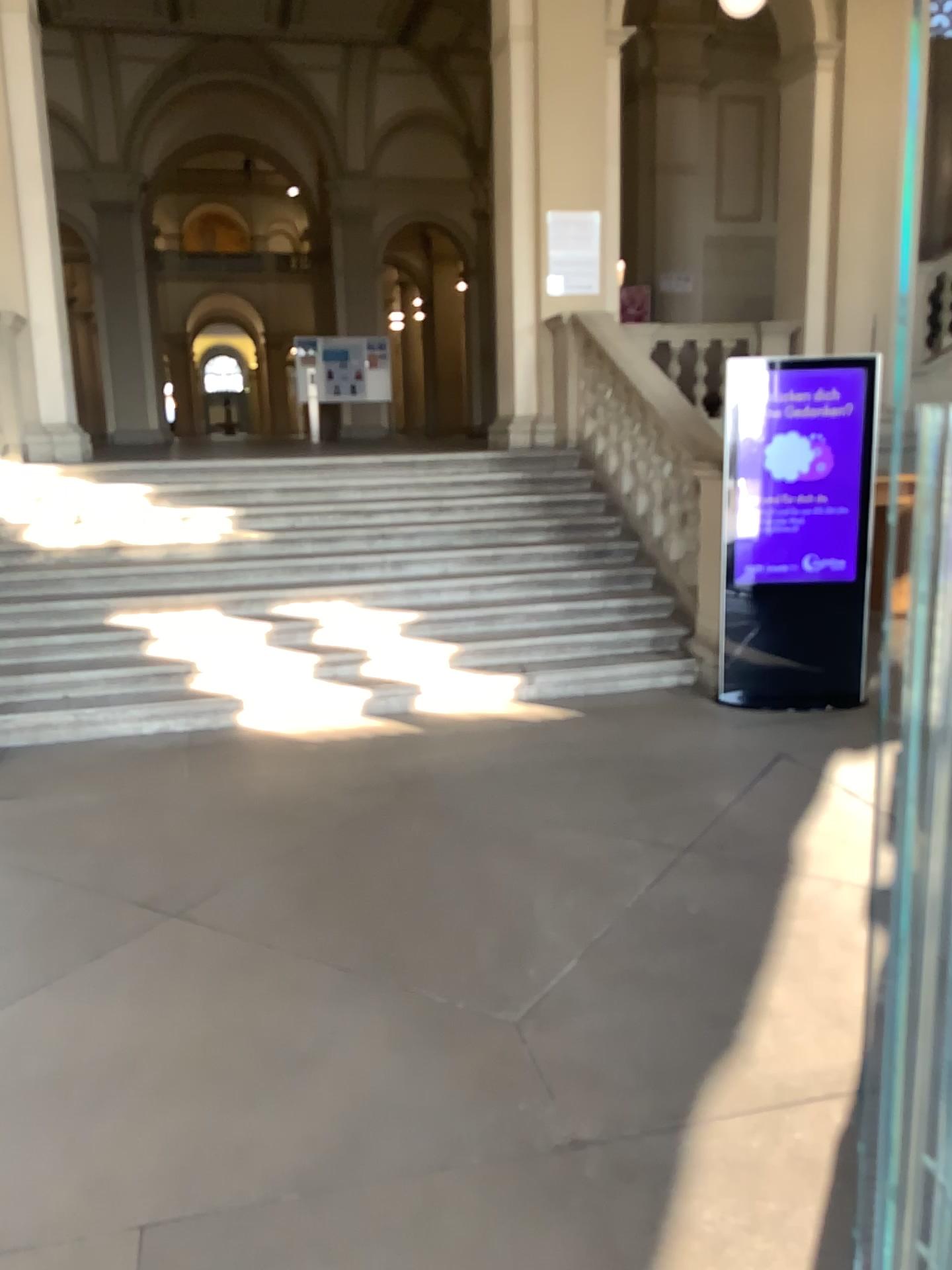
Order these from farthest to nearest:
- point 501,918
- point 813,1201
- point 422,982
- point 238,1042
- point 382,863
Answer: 1. point 382,863
2. point 501,918
3. point 422,982
4. point 238,1042
5. point 813,1201
